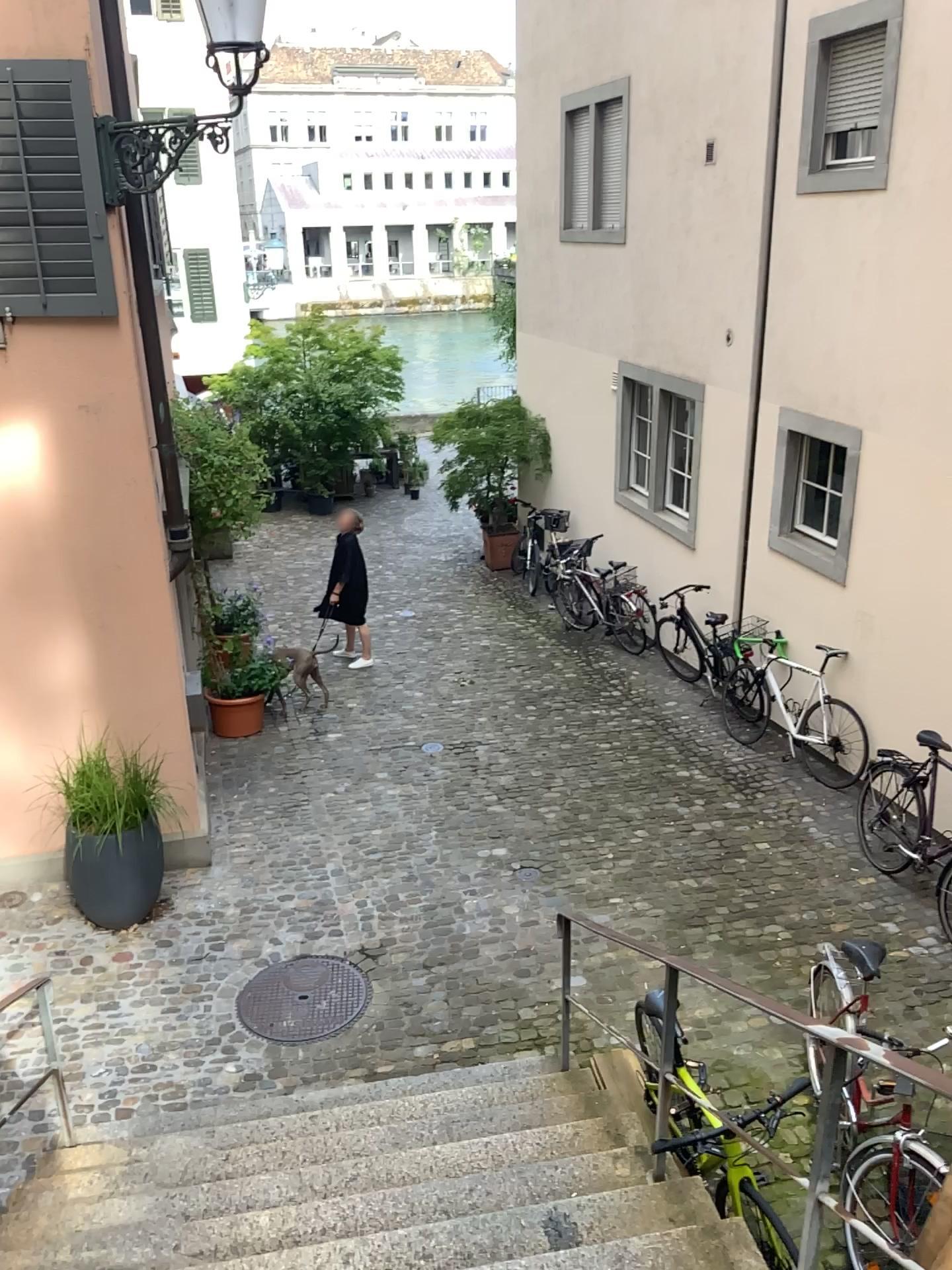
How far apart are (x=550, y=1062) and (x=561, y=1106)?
0.56m
